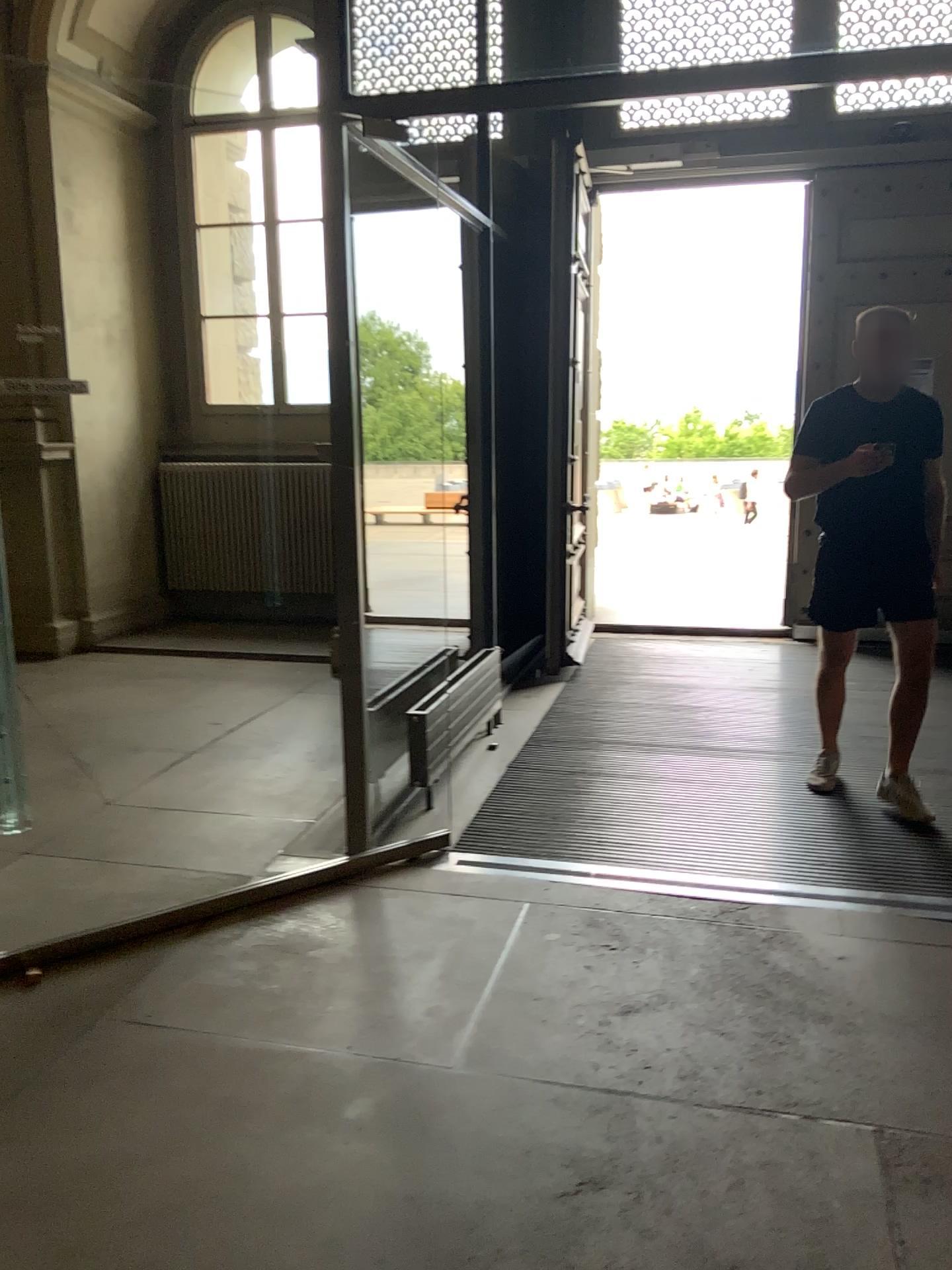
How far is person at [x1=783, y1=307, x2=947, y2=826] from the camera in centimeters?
364cm

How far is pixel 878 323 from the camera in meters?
3.6

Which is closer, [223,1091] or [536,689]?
[223,1091]
